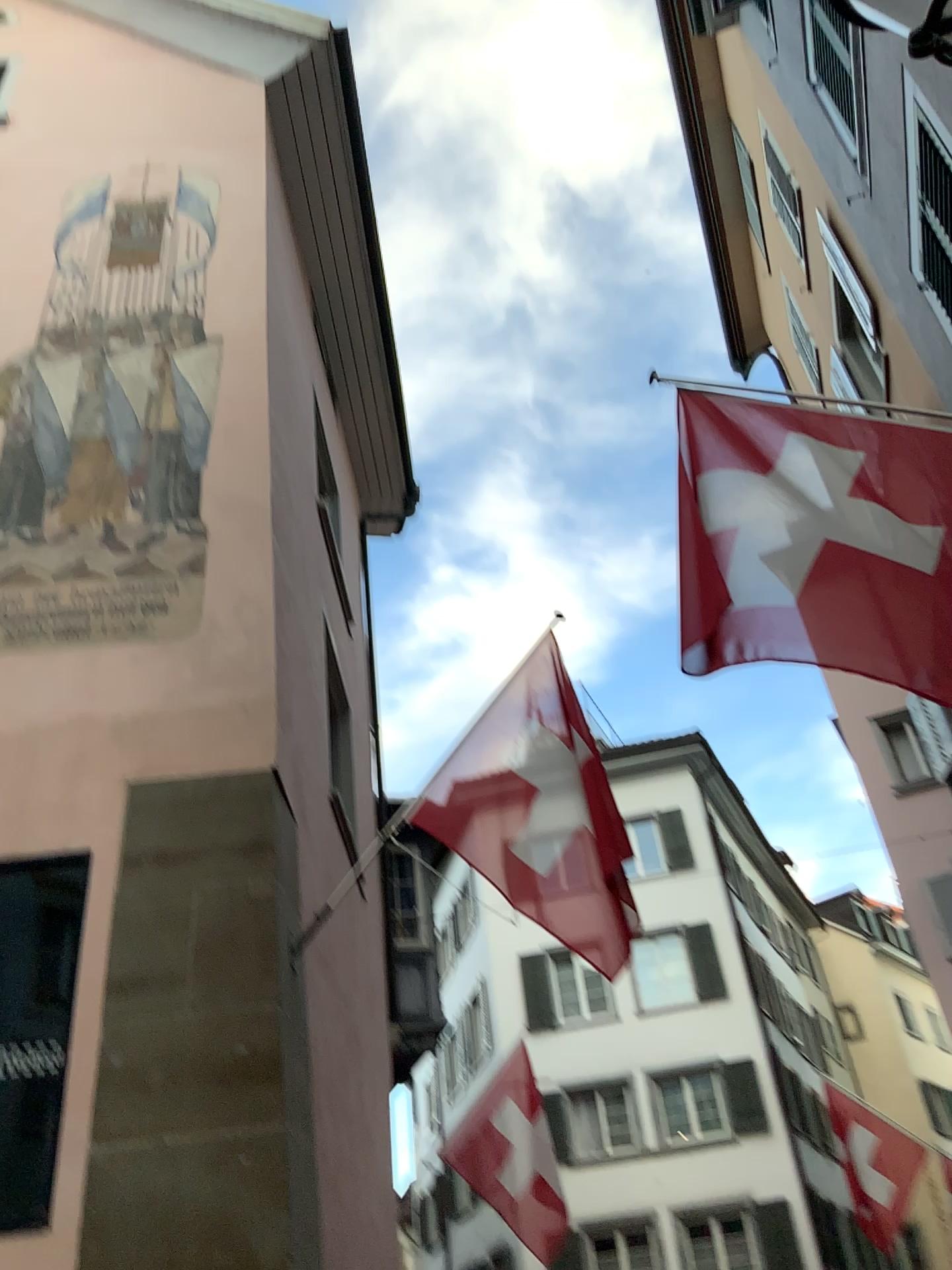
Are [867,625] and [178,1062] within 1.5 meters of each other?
no
